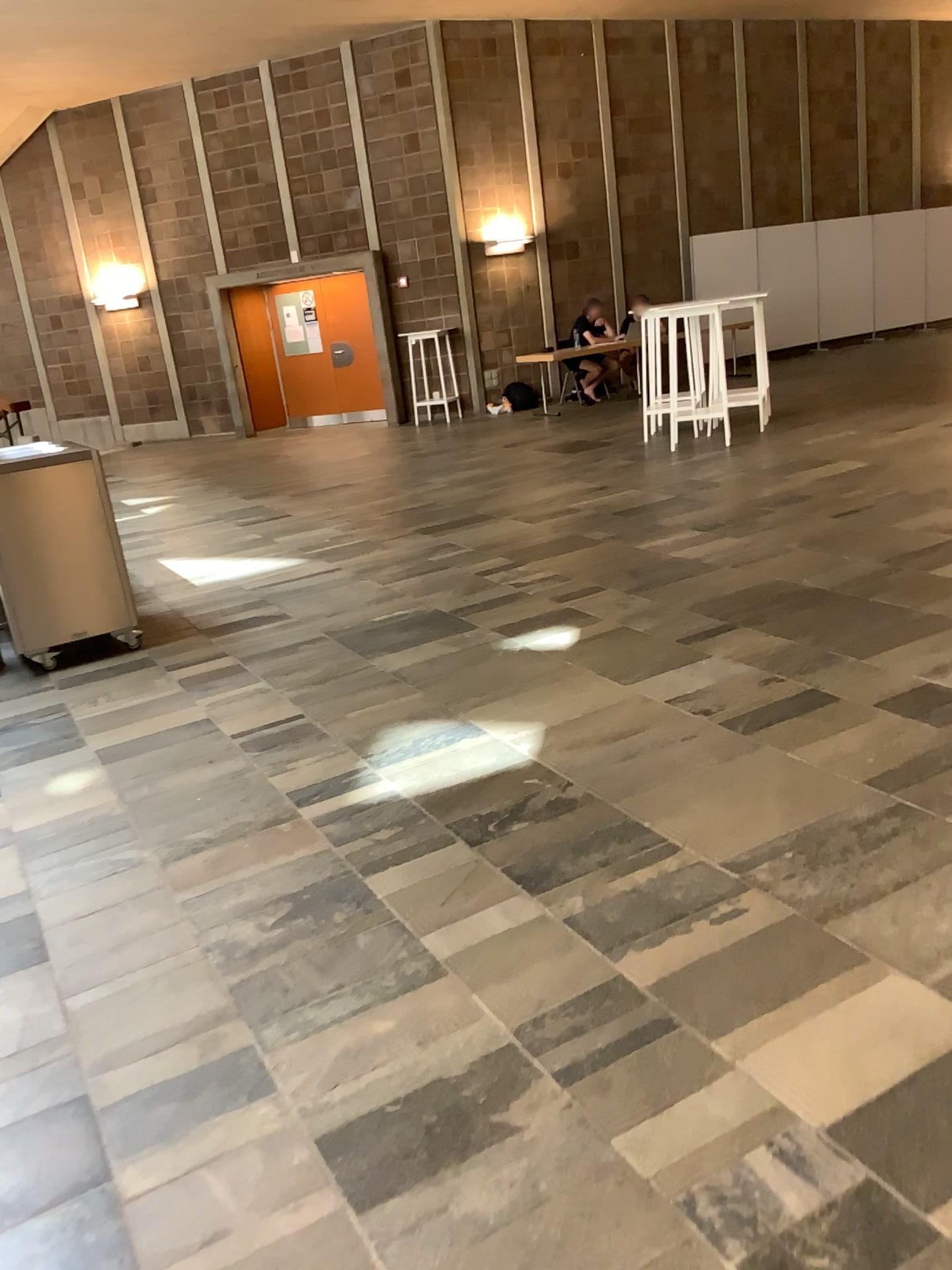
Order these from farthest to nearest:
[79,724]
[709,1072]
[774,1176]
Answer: [79,724] → [709,1072] → [774,1176]
